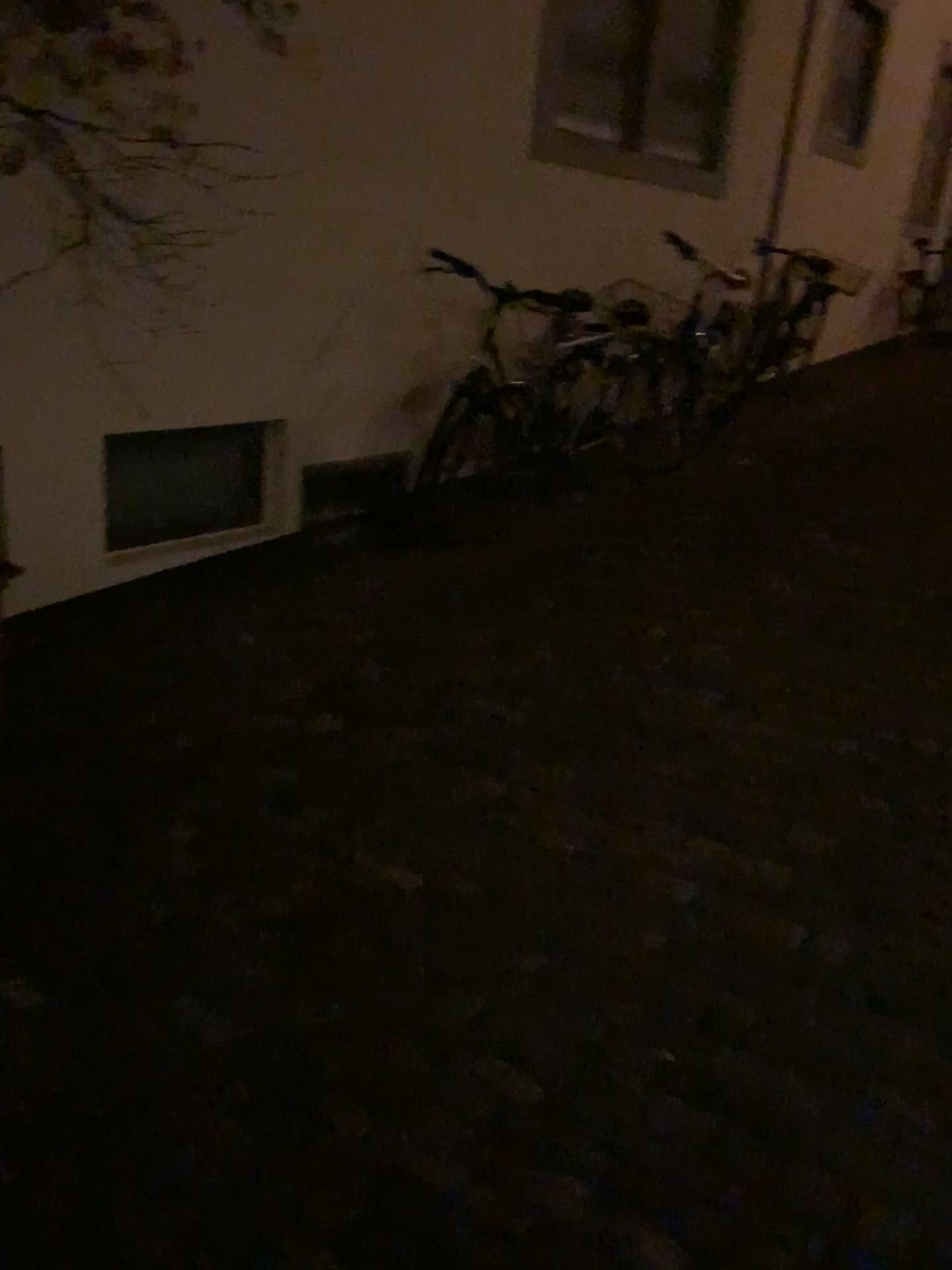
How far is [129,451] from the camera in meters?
3.5 m

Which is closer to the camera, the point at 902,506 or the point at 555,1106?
the point at 555,1106

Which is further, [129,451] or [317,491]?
[317,491]

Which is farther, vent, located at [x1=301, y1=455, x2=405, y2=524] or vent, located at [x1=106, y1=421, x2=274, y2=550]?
vent, located at [x1=301, y1=455, x2=405, y2=524]

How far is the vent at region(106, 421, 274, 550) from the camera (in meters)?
3.52
